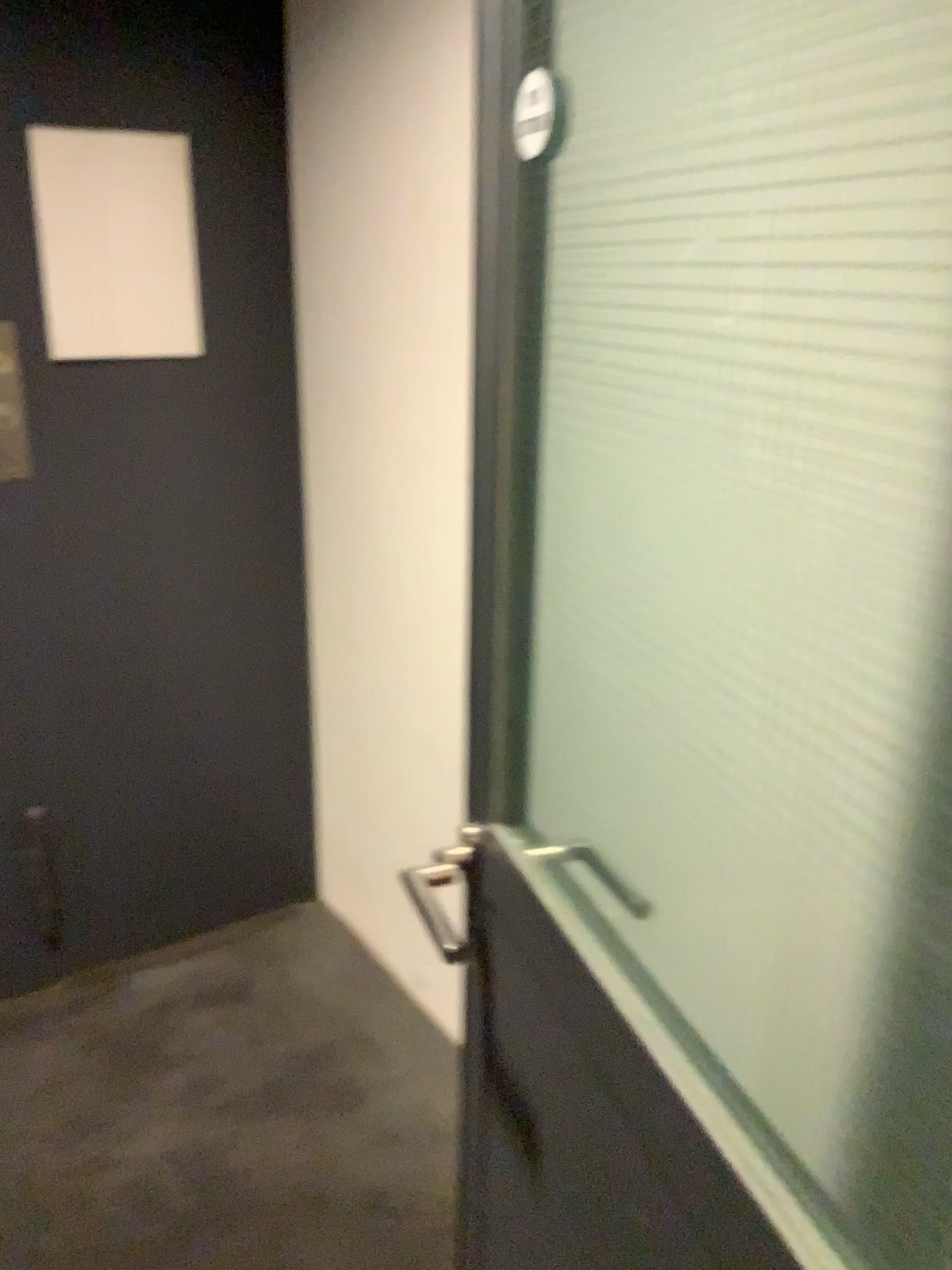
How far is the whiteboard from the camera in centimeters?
202cm

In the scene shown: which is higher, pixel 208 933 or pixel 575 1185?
pixel 575 1185

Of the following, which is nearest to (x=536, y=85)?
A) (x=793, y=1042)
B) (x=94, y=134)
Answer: (x=793, y=1042)

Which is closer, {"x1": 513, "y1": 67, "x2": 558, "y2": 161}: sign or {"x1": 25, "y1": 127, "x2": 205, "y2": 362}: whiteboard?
{"x1": 513, "y1": 67, "x2": 558, "y2": 161}: sign

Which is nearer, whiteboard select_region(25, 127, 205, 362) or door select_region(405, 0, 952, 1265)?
door select_region(405, 0, 952, 1265)

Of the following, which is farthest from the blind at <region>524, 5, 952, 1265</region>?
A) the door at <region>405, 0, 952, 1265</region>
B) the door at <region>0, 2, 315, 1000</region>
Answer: the door at <region>0, 2, 315, 1000</region>

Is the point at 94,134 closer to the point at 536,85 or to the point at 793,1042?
the point at 536,85

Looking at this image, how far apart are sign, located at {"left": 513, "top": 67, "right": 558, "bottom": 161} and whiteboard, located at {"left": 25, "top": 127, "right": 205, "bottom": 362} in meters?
1.5

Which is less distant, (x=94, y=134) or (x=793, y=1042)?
(x=793, y=1042)

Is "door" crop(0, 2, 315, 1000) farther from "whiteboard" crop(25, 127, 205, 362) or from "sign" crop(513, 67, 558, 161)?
"sign" crop(513, 67, 558, 161)
